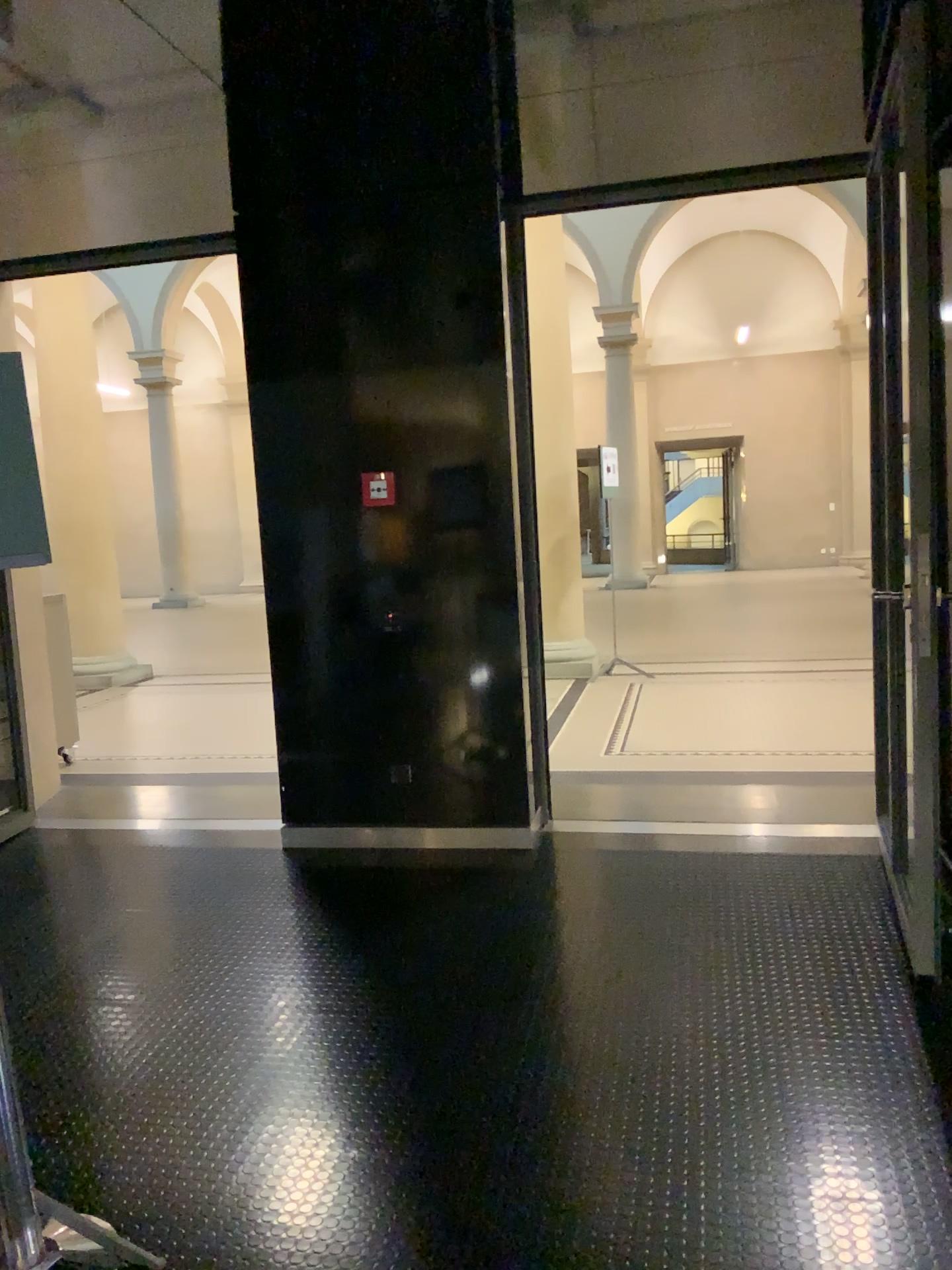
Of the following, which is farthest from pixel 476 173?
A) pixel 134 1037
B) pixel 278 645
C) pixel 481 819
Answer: pixel 134 1037
